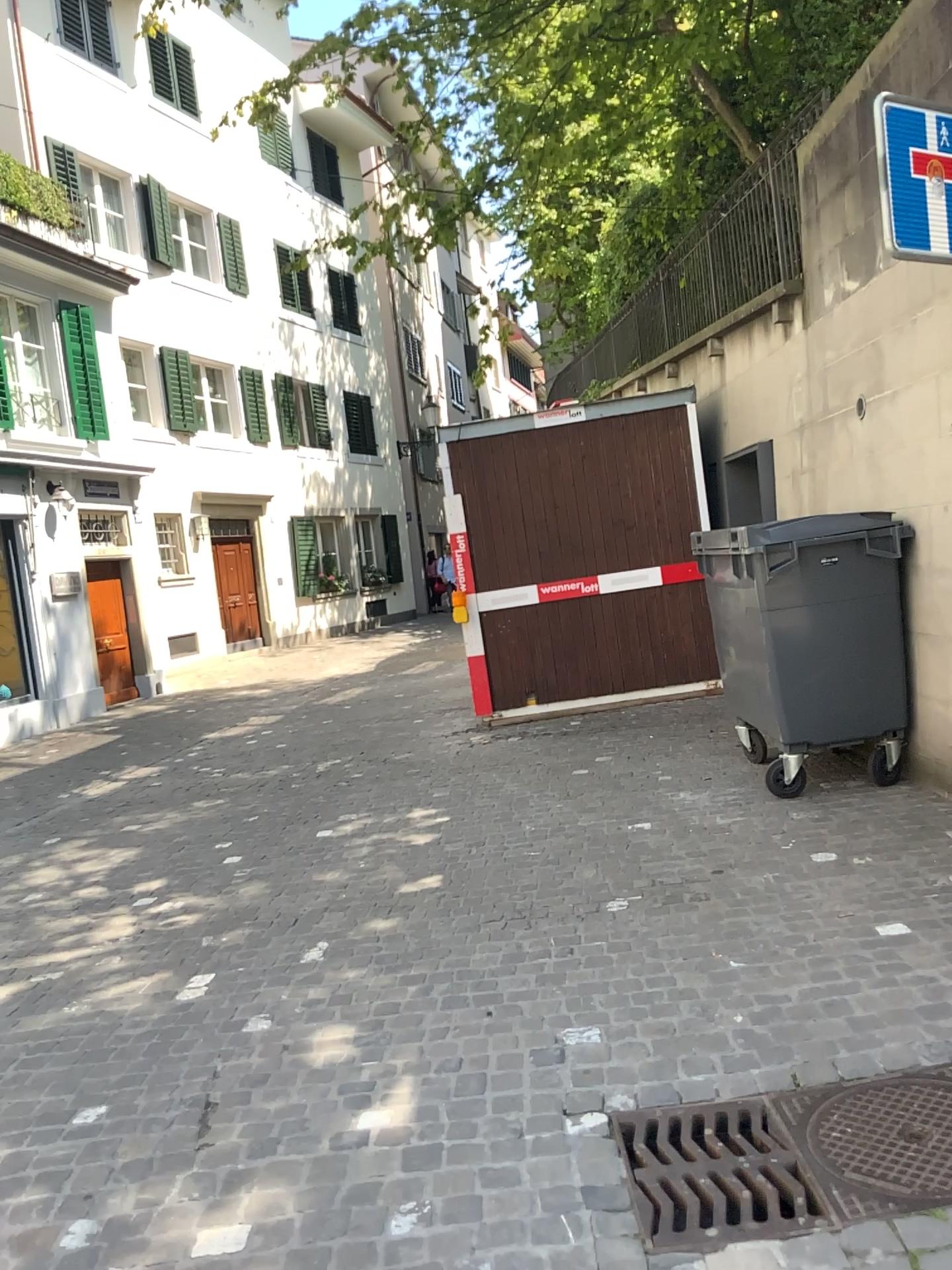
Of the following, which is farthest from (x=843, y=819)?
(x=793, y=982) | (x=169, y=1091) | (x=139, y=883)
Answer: (x=139, y=883)
